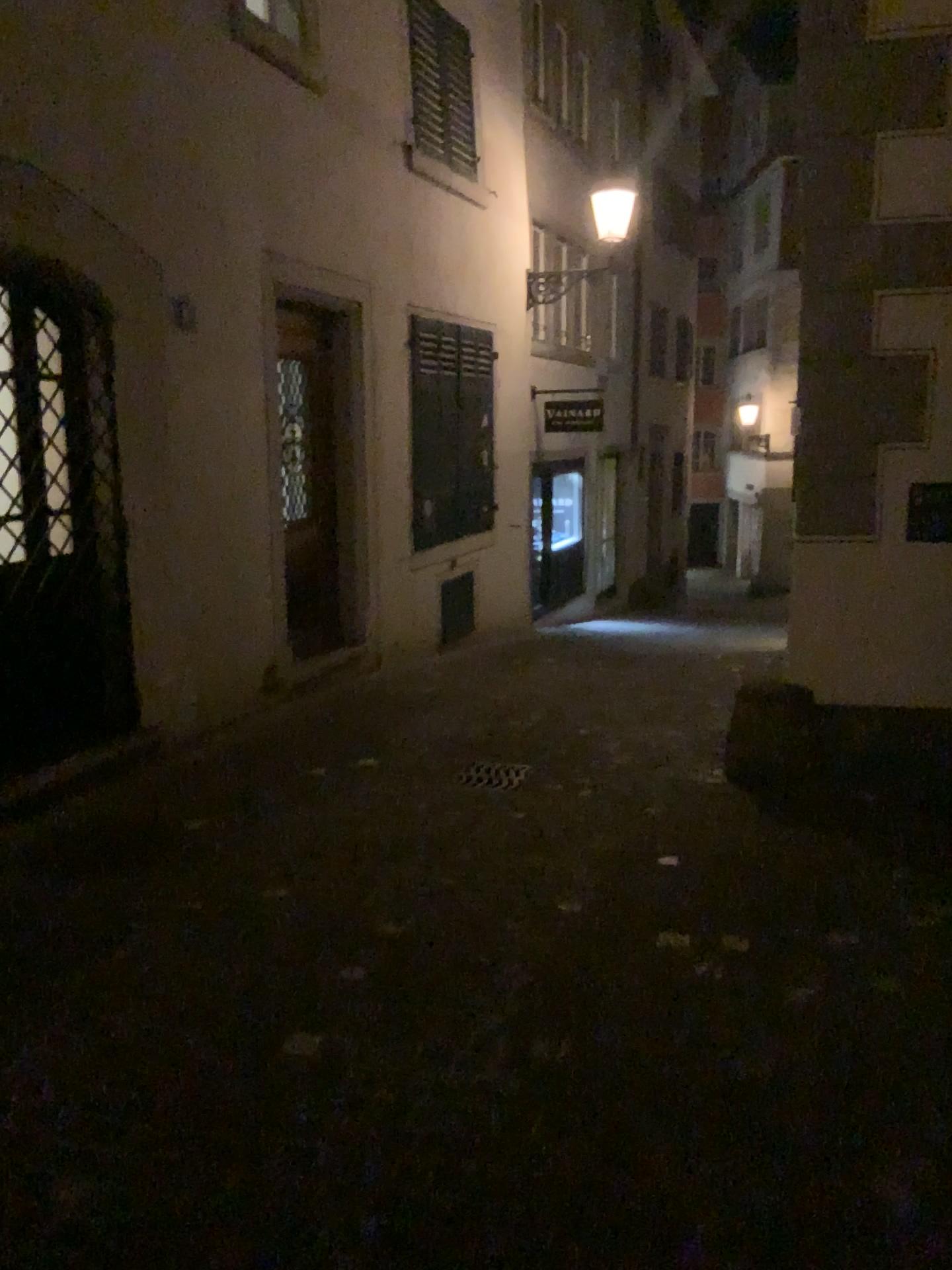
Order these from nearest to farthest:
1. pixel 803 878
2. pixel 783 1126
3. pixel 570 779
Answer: pixel 783 1126
pixel 803 878
pixel 570 779
